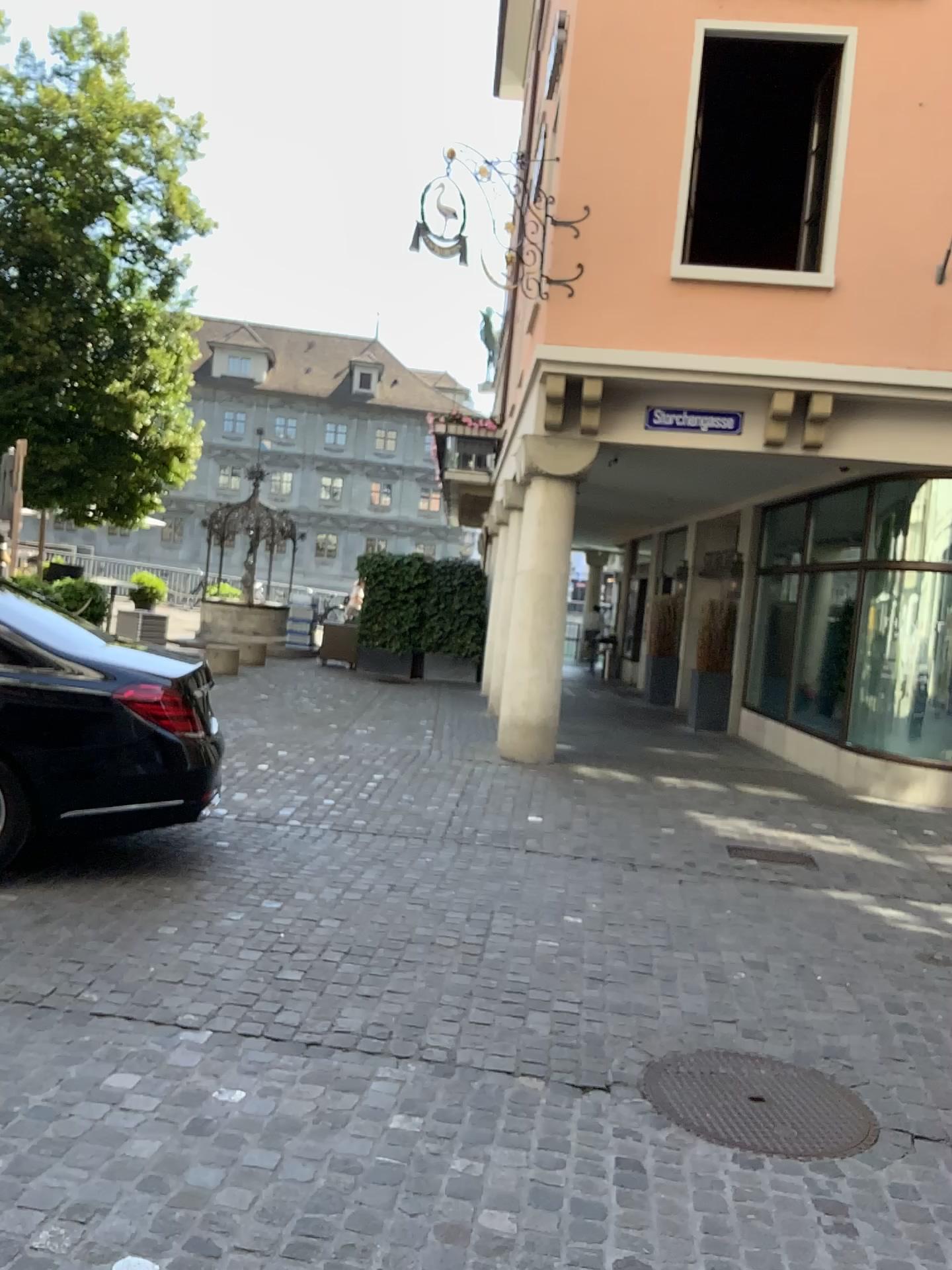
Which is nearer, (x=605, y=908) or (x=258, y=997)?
(x=258, y=997)
